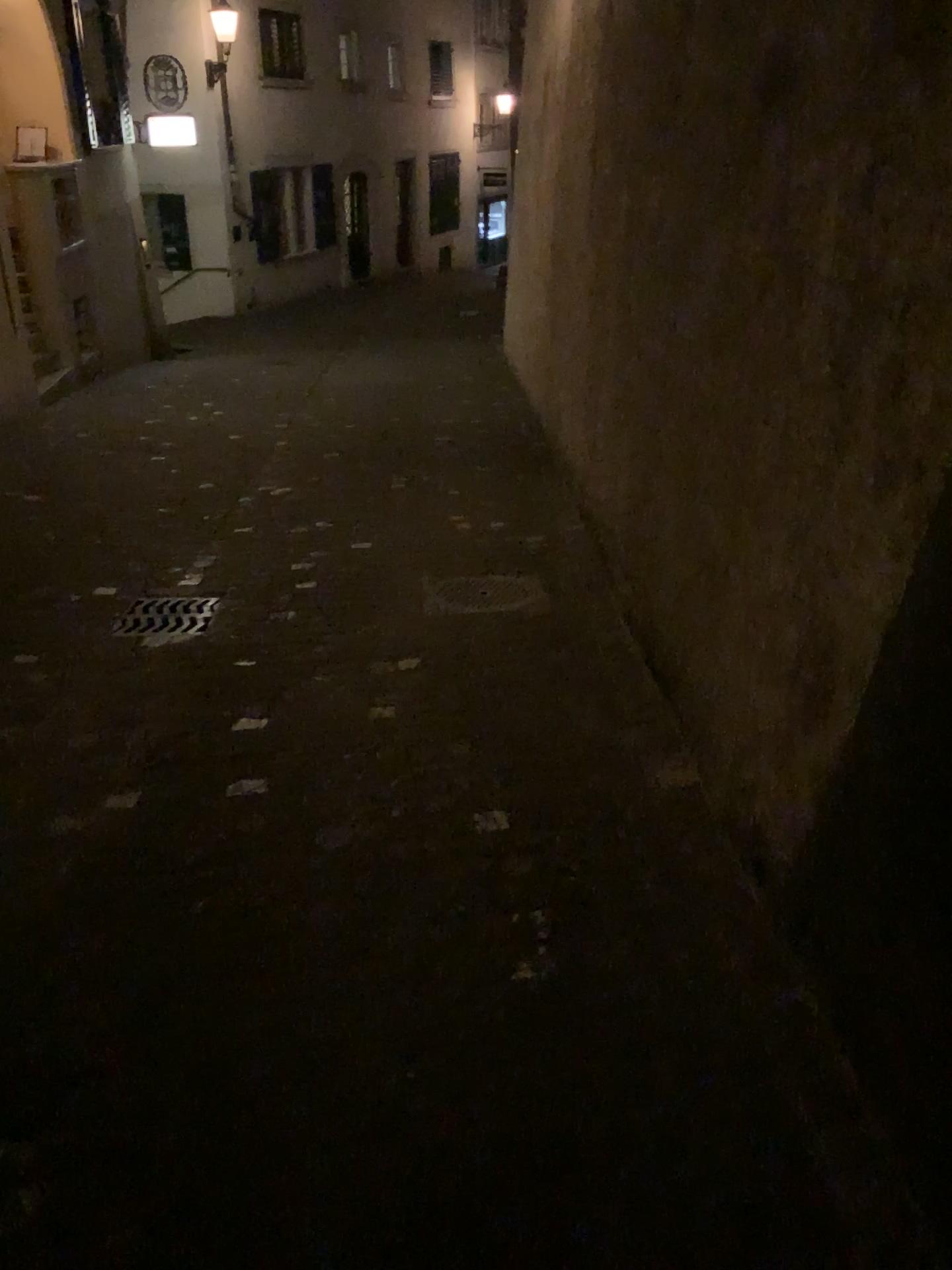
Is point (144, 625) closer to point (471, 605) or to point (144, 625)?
point (144, 625)

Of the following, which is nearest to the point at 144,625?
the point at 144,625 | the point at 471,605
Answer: the point at 144,625

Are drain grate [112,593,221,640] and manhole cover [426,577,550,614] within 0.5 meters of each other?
no

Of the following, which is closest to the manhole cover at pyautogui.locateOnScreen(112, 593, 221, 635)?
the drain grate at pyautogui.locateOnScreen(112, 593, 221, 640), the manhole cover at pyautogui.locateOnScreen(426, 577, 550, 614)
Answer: the drain grate at pyautogui.locateOnScreen(112, 593, 221, 640)

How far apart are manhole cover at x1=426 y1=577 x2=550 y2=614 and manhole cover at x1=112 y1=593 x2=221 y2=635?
0.9m

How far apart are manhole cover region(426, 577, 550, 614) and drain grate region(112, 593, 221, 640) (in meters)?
0.94

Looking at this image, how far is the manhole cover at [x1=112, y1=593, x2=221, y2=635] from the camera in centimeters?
419cm

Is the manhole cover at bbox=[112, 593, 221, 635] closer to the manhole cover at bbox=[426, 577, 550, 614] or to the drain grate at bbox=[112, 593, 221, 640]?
the drain grate at bbox=[112, 593, 221, 640]

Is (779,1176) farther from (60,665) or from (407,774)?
(60,665)

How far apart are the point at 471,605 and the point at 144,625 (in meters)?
1.31
